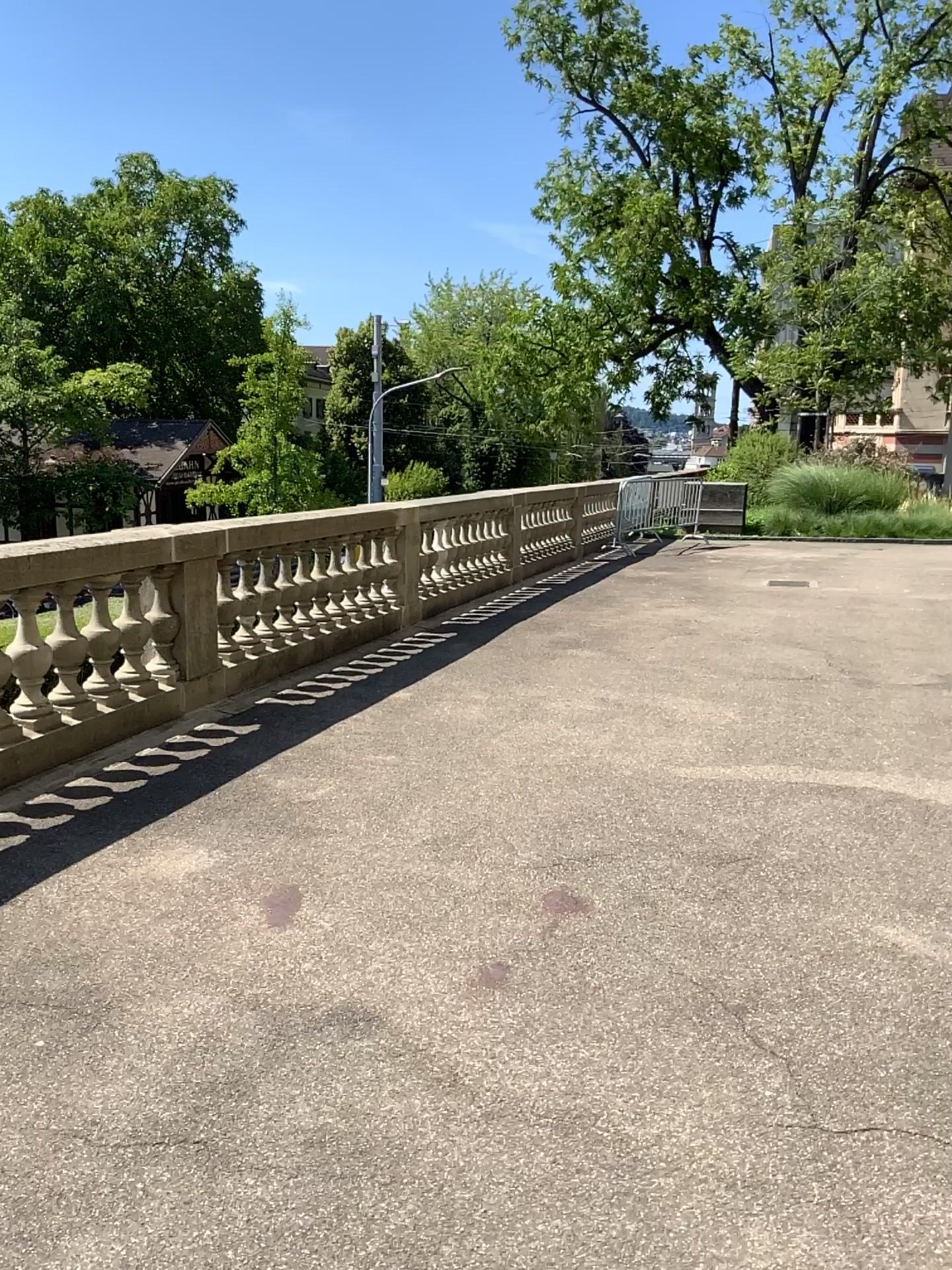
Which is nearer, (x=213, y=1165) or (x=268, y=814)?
(x=213, y=1165)
